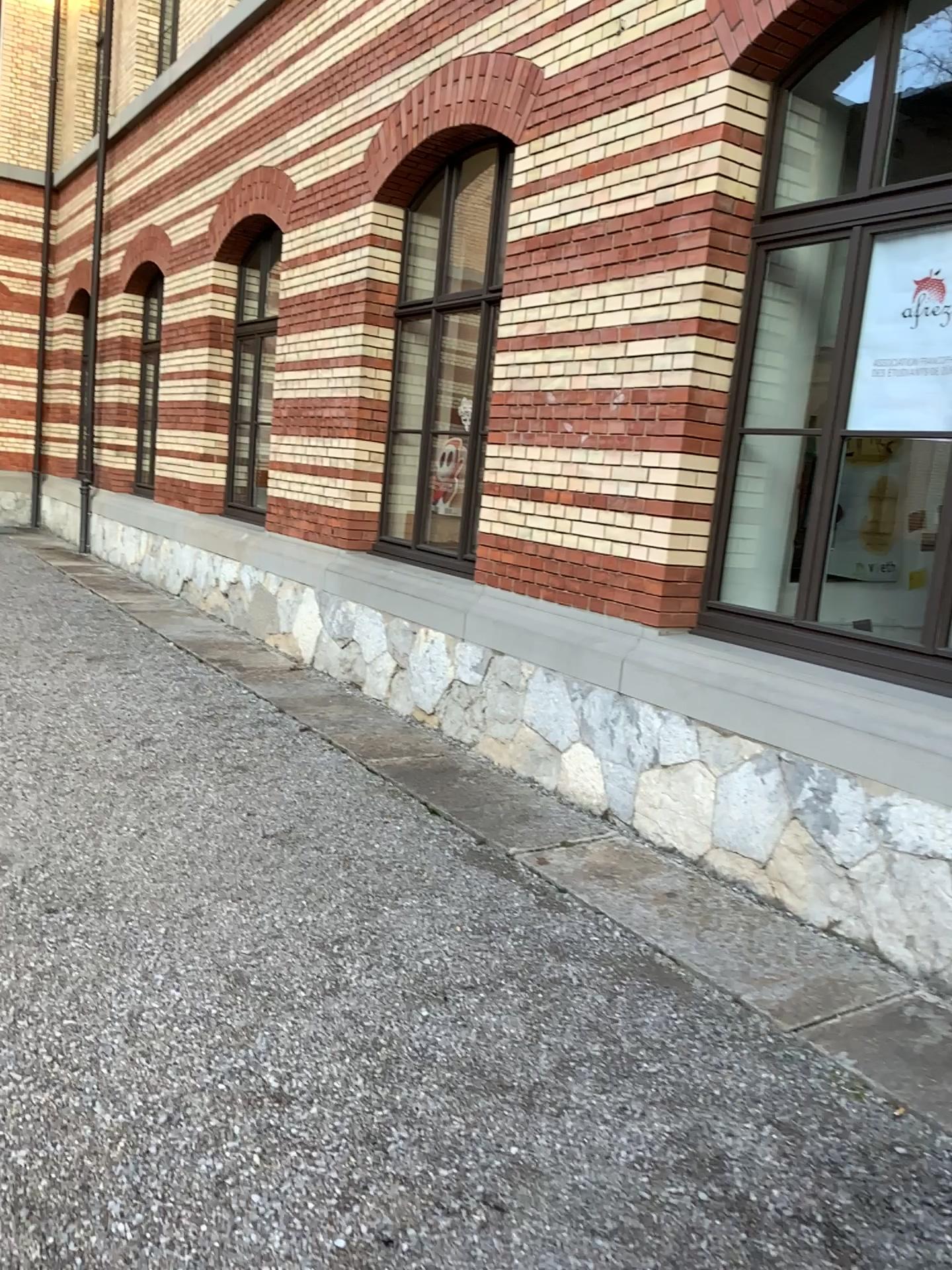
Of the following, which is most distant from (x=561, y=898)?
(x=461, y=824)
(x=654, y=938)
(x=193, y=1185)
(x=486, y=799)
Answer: (x=193, y=1185)

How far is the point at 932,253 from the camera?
3.95m

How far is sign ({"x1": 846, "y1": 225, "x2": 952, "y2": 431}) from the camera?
3.9 meters
